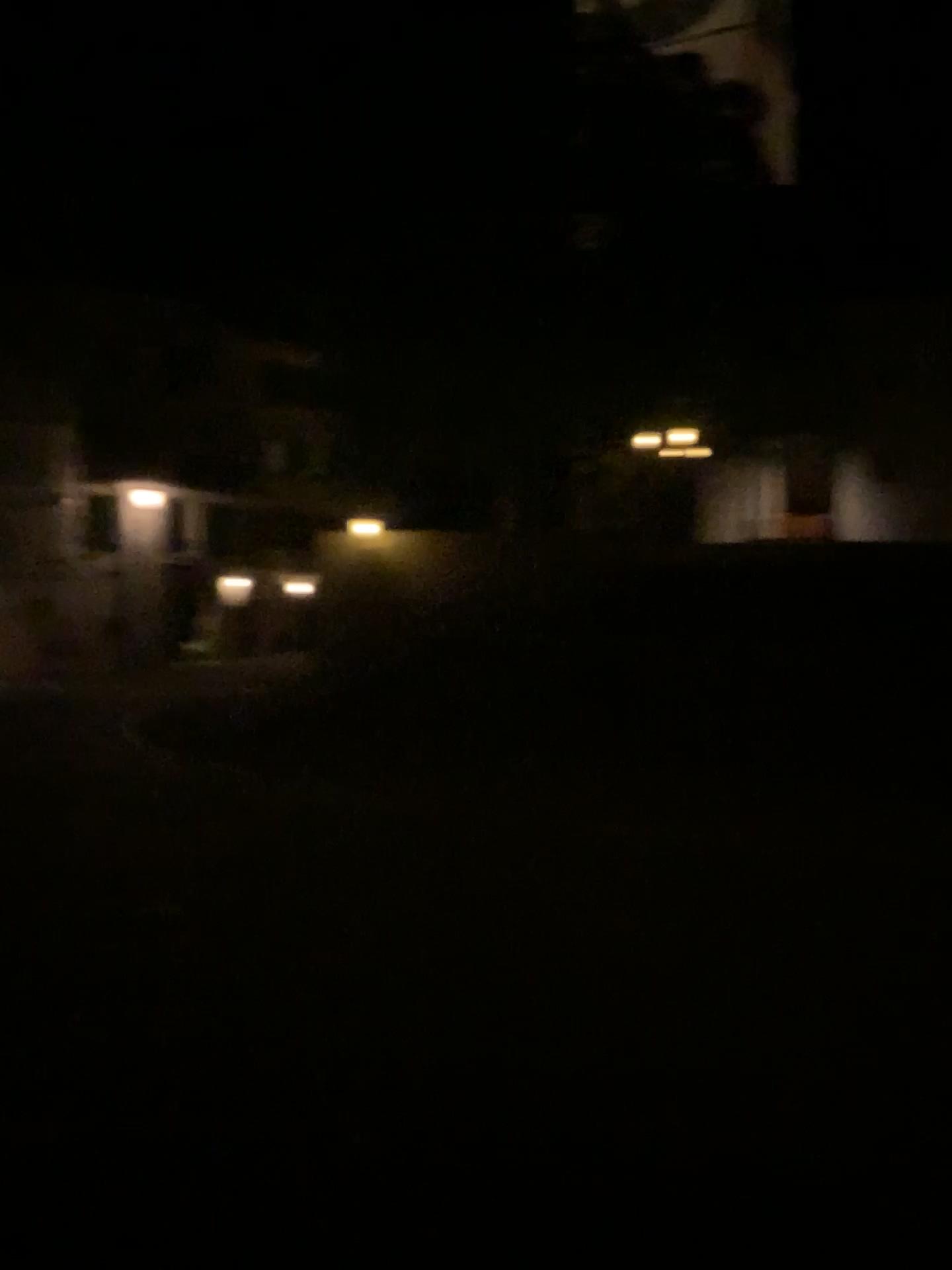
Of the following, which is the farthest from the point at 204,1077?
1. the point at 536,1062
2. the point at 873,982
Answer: the point at 873,982
